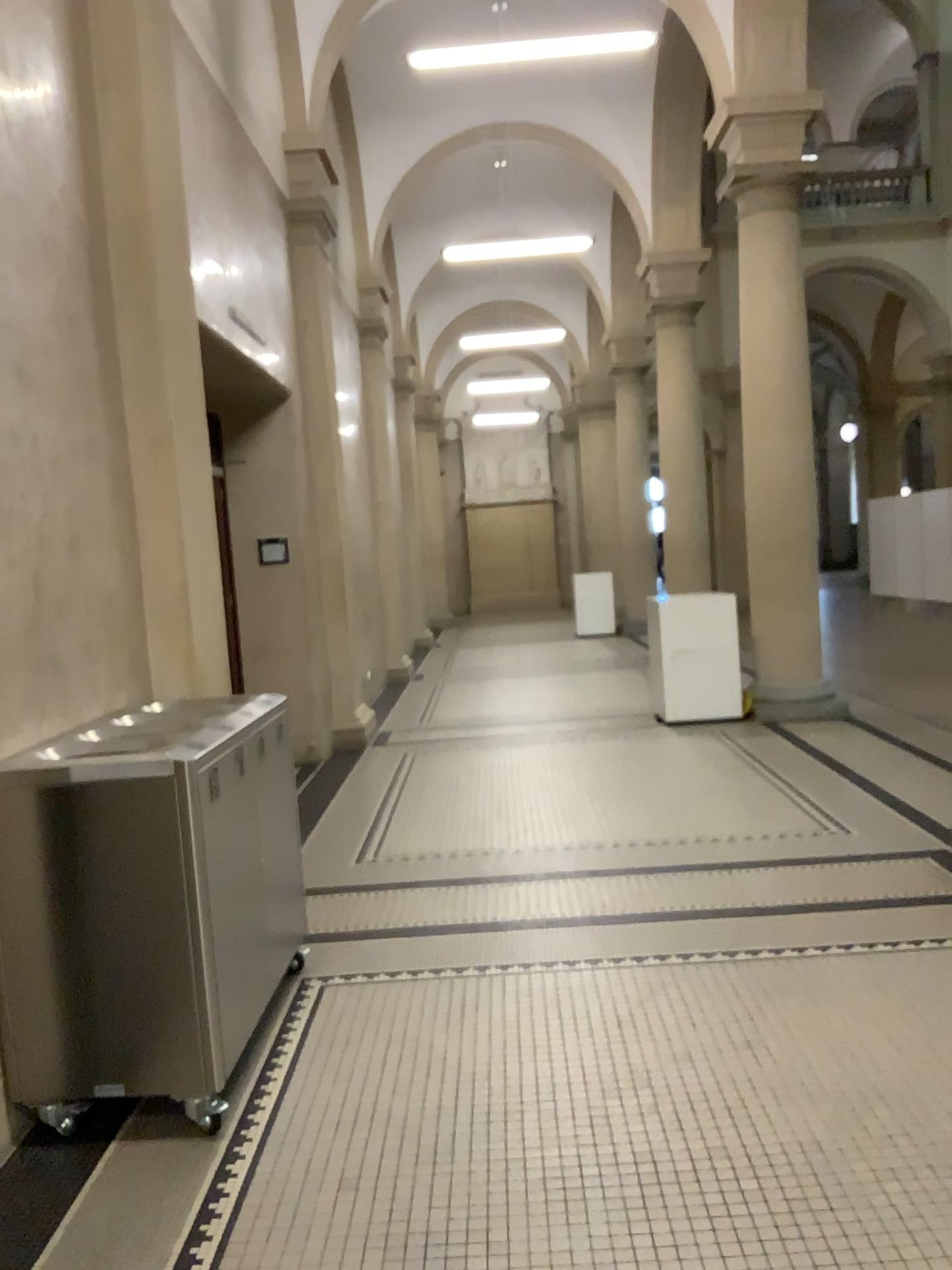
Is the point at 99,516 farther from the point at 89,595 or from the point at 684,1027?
the point at 684,1027

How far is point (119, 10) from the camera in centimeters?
405cm

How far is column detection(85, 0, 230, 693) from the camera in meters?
4.1 m
